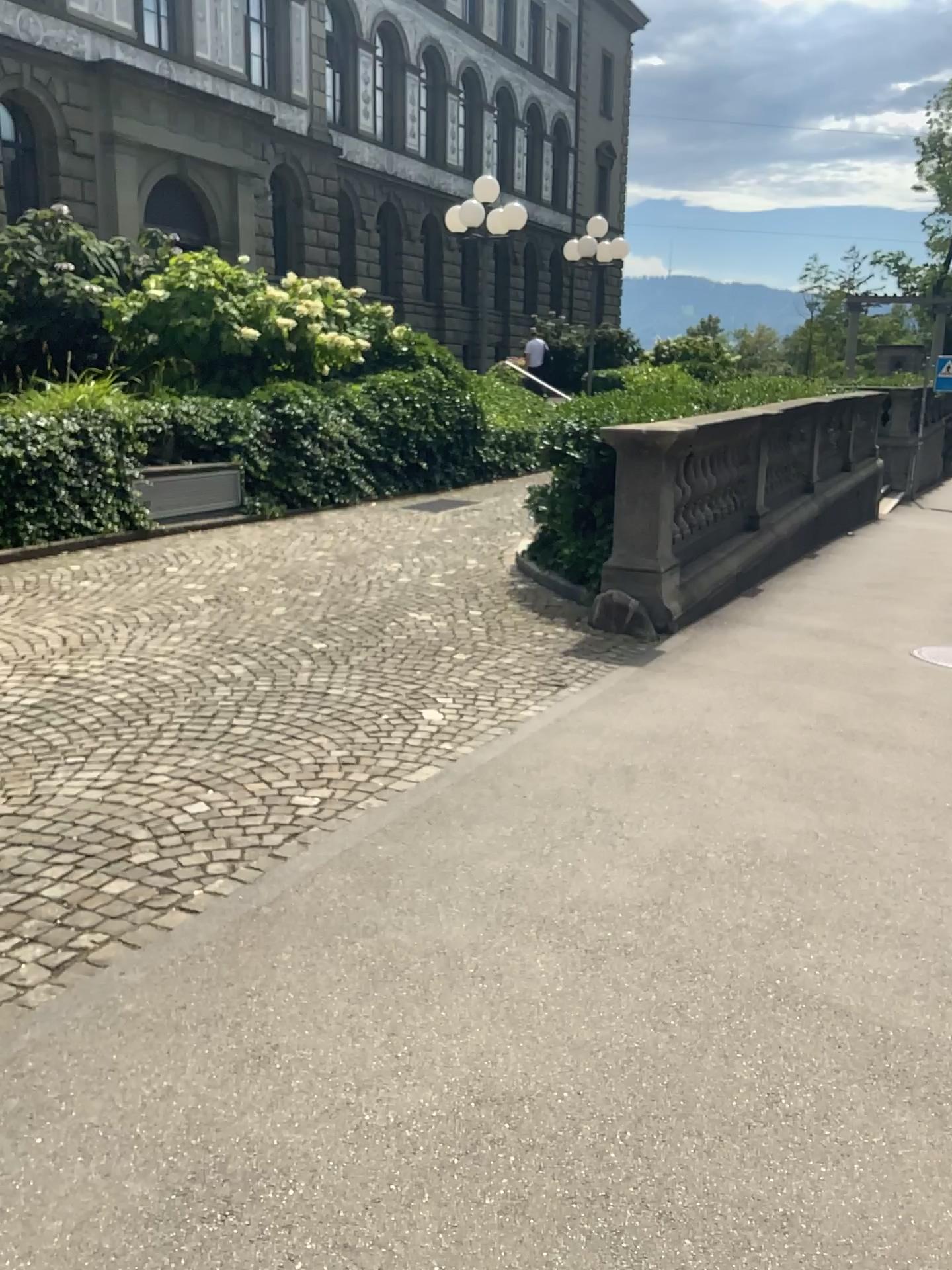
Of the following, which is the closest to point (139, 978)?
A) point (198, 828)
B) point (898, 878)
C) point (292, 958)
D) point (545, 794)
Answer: point (292, 958)
